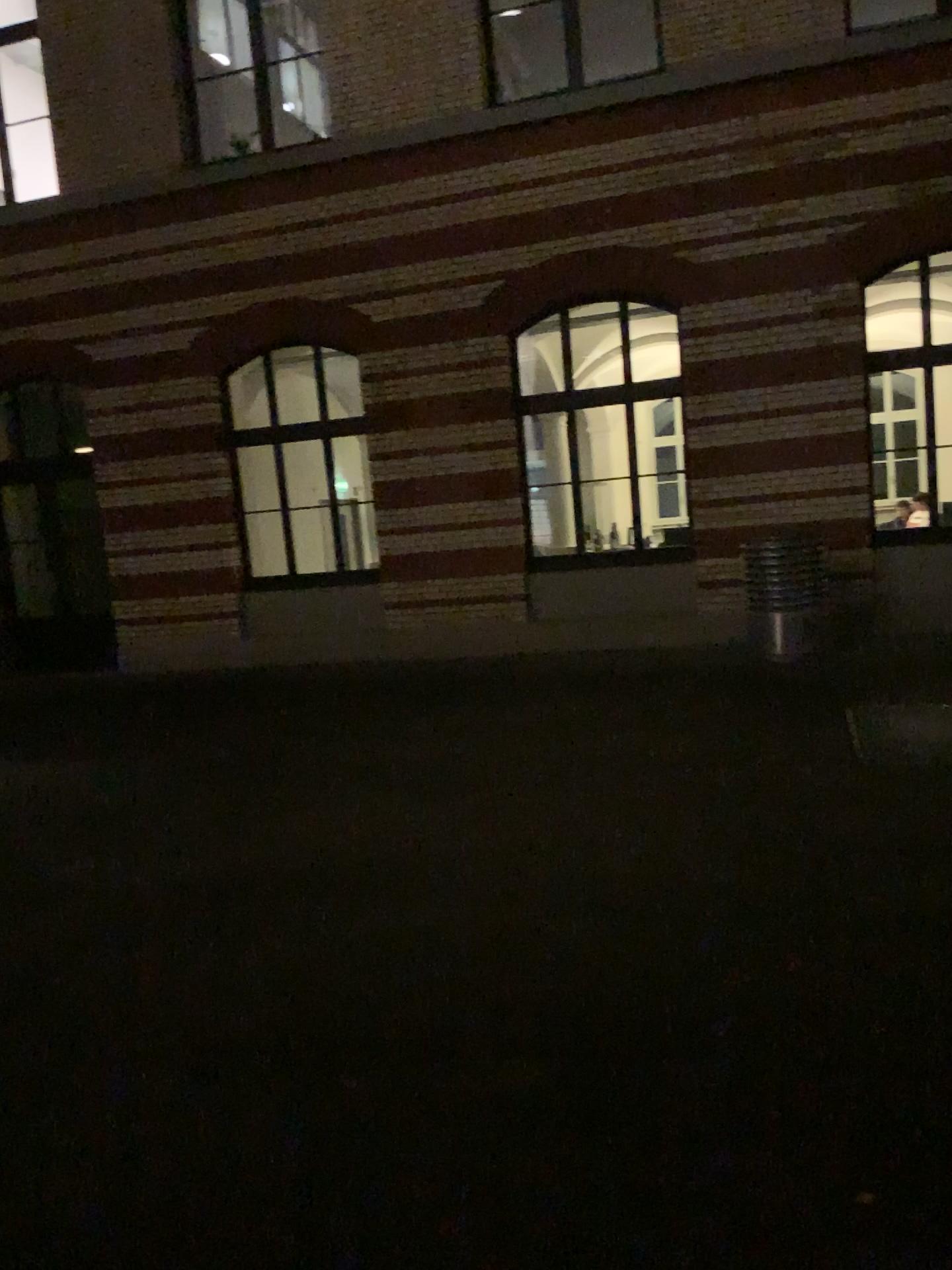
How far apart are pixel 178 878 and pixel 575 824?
1.9 meters
